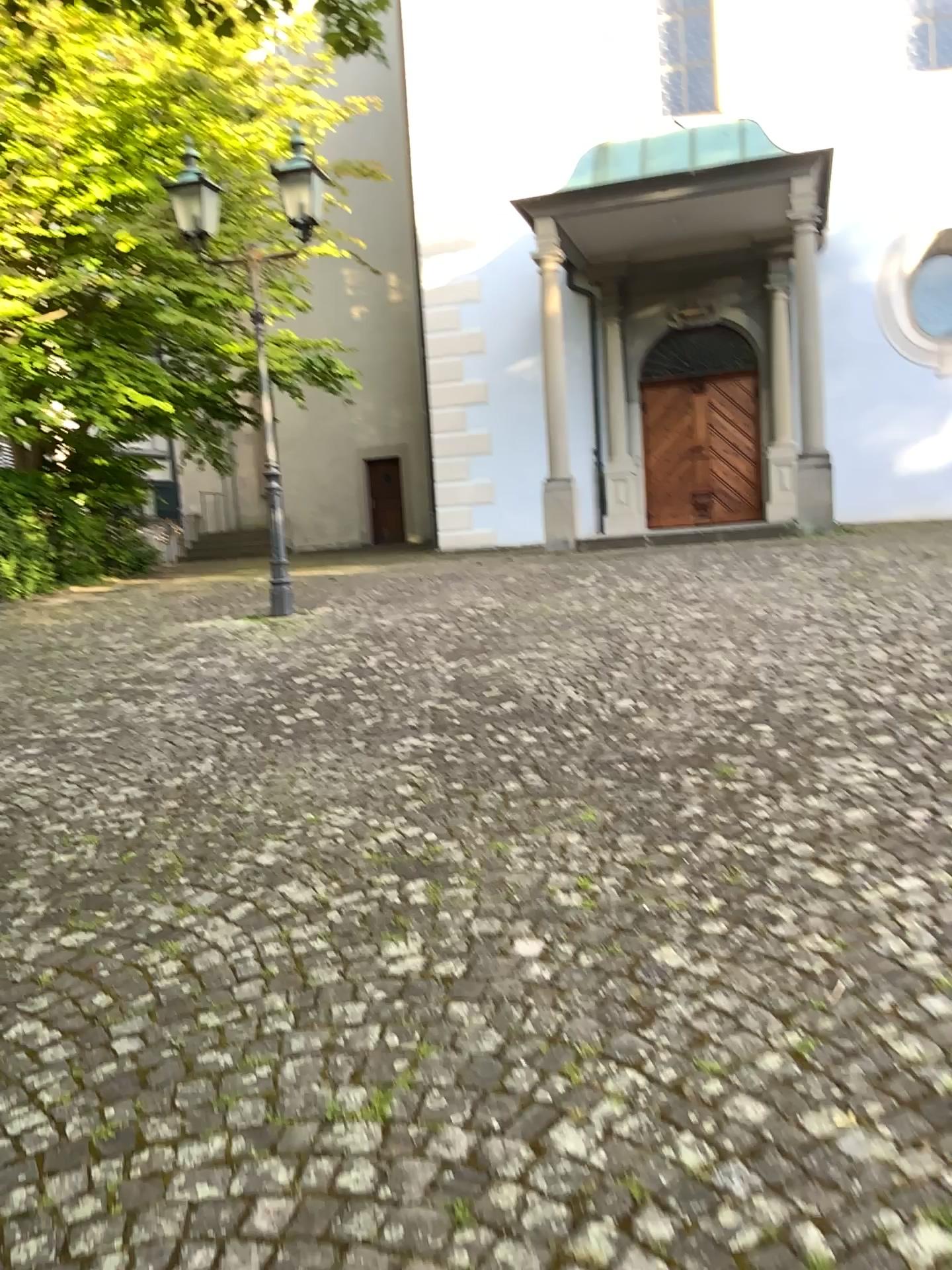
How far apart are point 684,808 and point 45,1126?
2.02m
